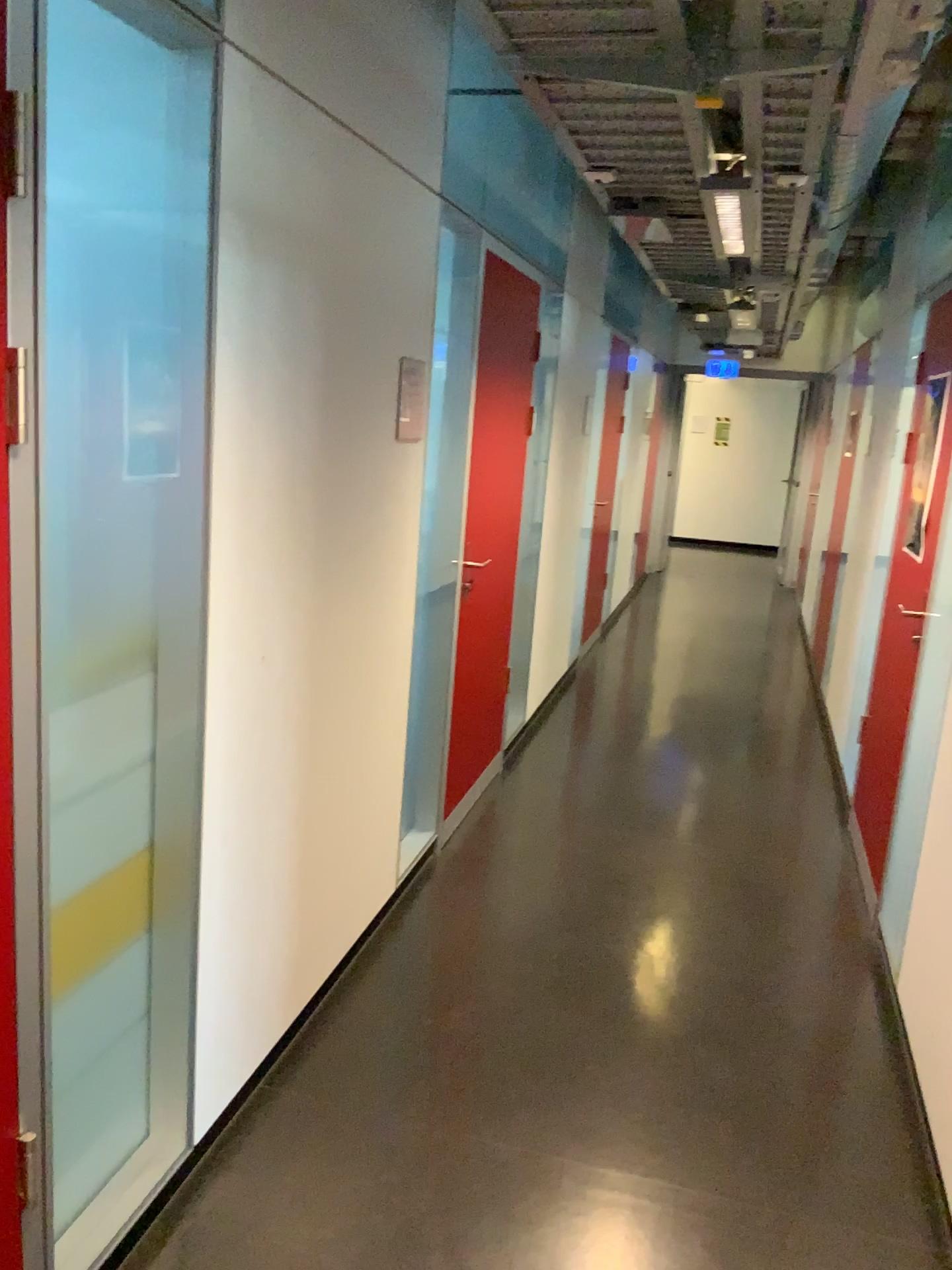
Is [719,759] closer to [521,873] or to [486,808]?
[486,808]
